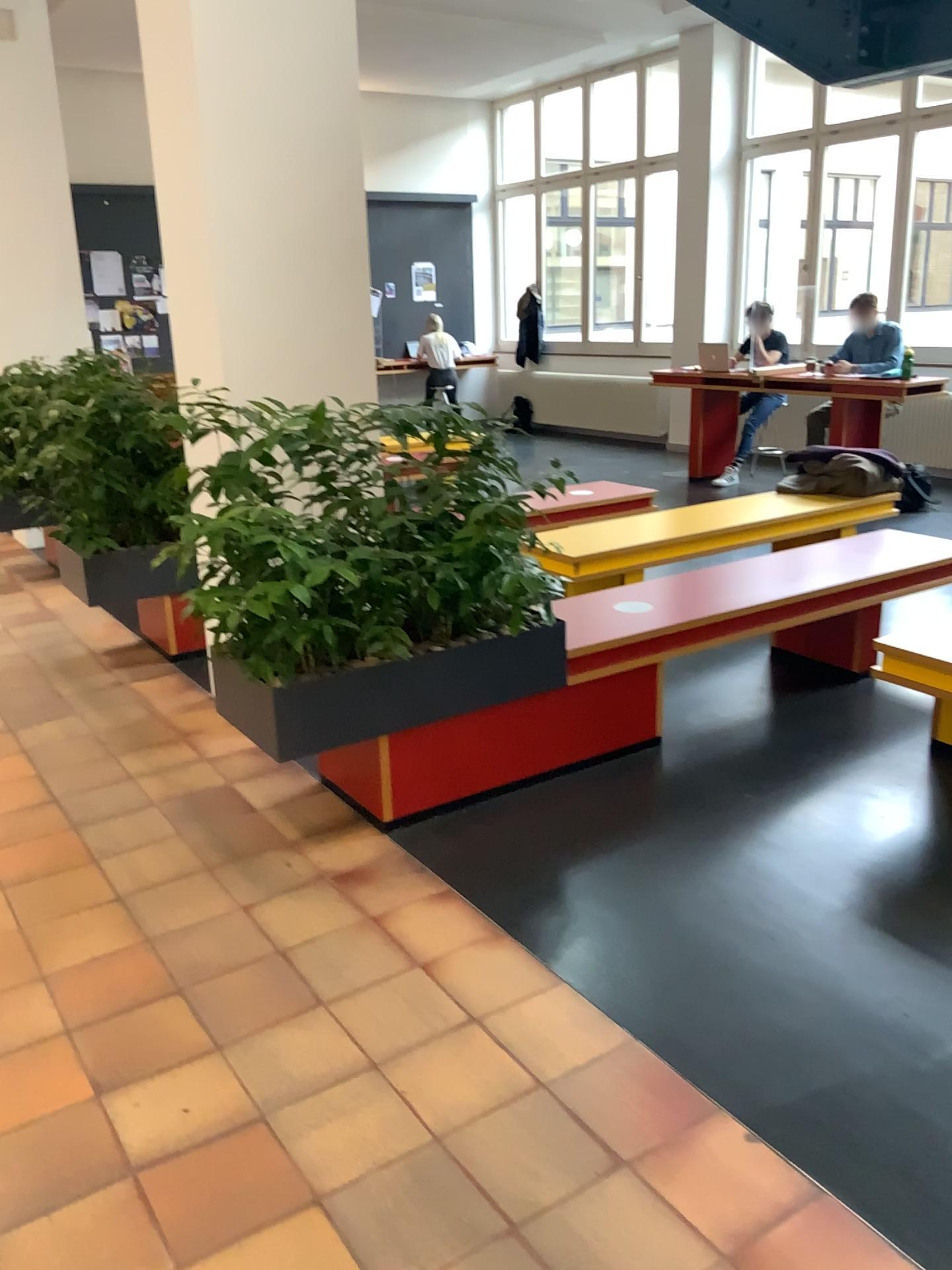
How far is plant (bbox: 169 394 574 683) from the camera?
2.9m

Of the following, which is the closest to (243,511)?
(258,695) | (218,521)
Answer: (218,521)

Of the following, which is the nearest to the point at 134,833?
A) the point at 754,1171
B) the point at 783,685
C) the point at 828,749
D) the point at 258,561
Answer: the point at 258,561

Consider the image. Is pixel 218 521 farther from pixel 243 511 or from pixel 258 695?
pixel 258 695

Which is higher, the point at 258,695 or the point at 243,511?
the point at 243,511
